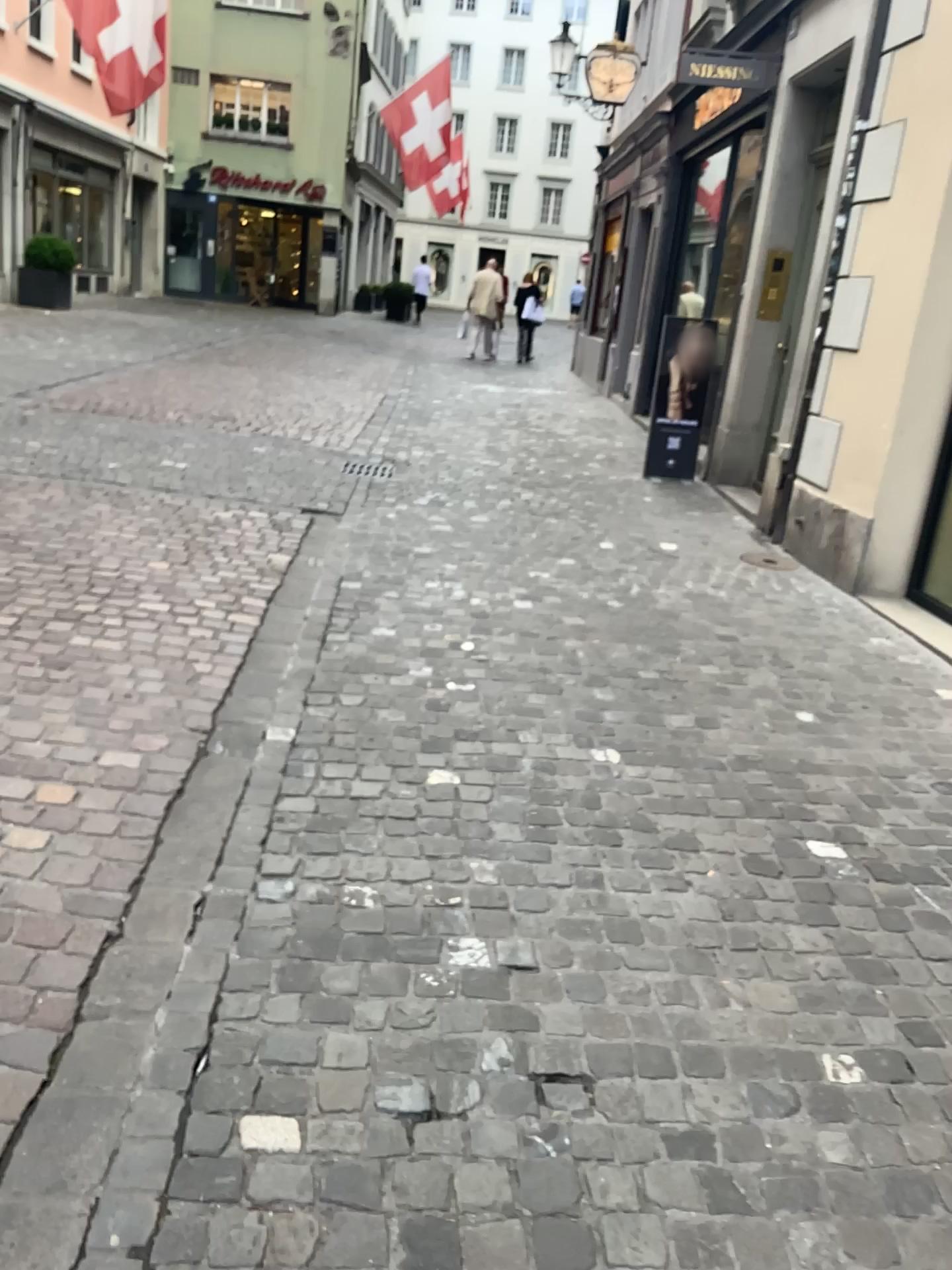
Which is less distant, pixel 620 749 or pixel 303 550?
pixel 620 749
